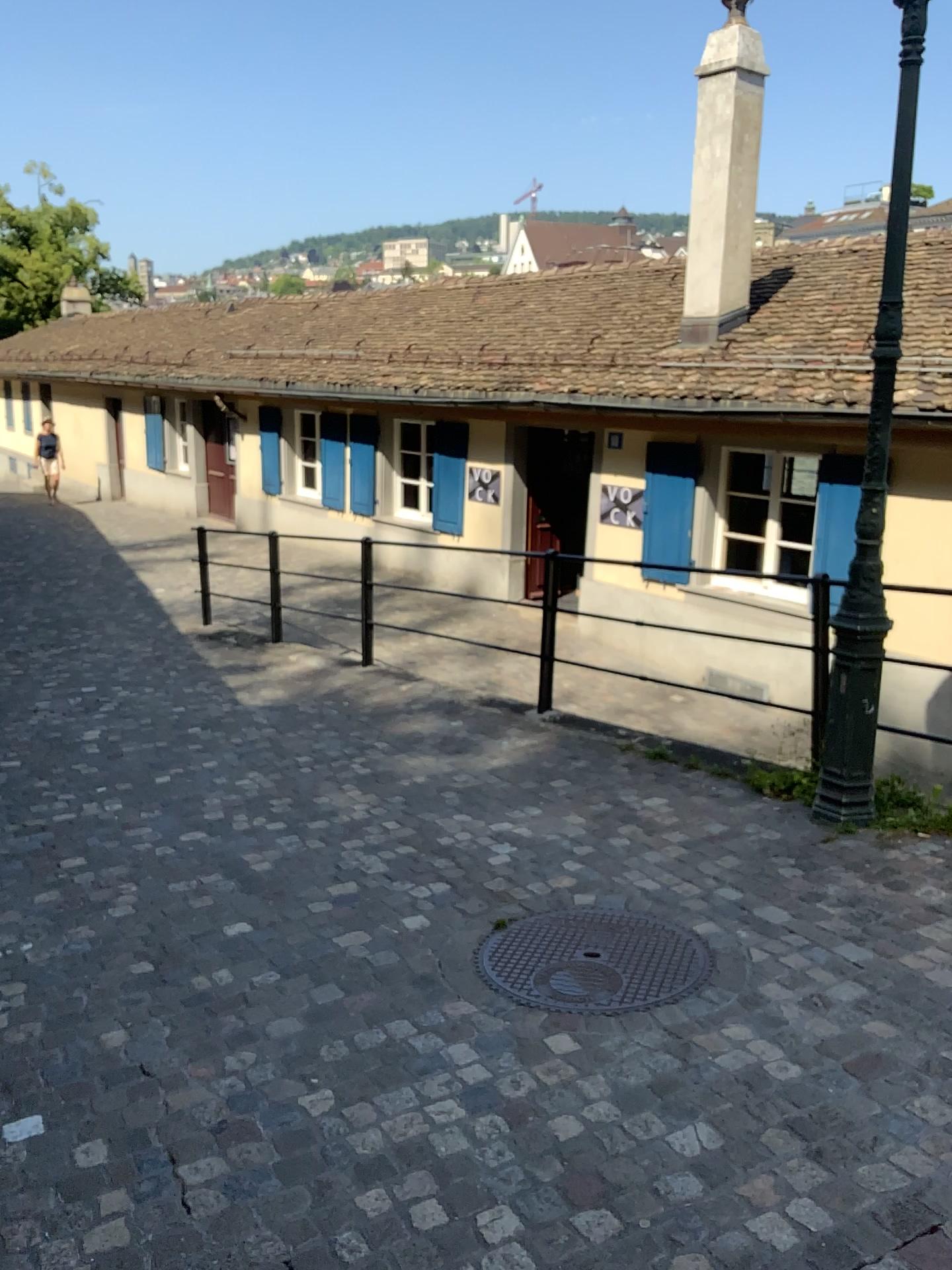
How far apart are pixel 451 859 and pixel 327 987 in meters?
1.1
